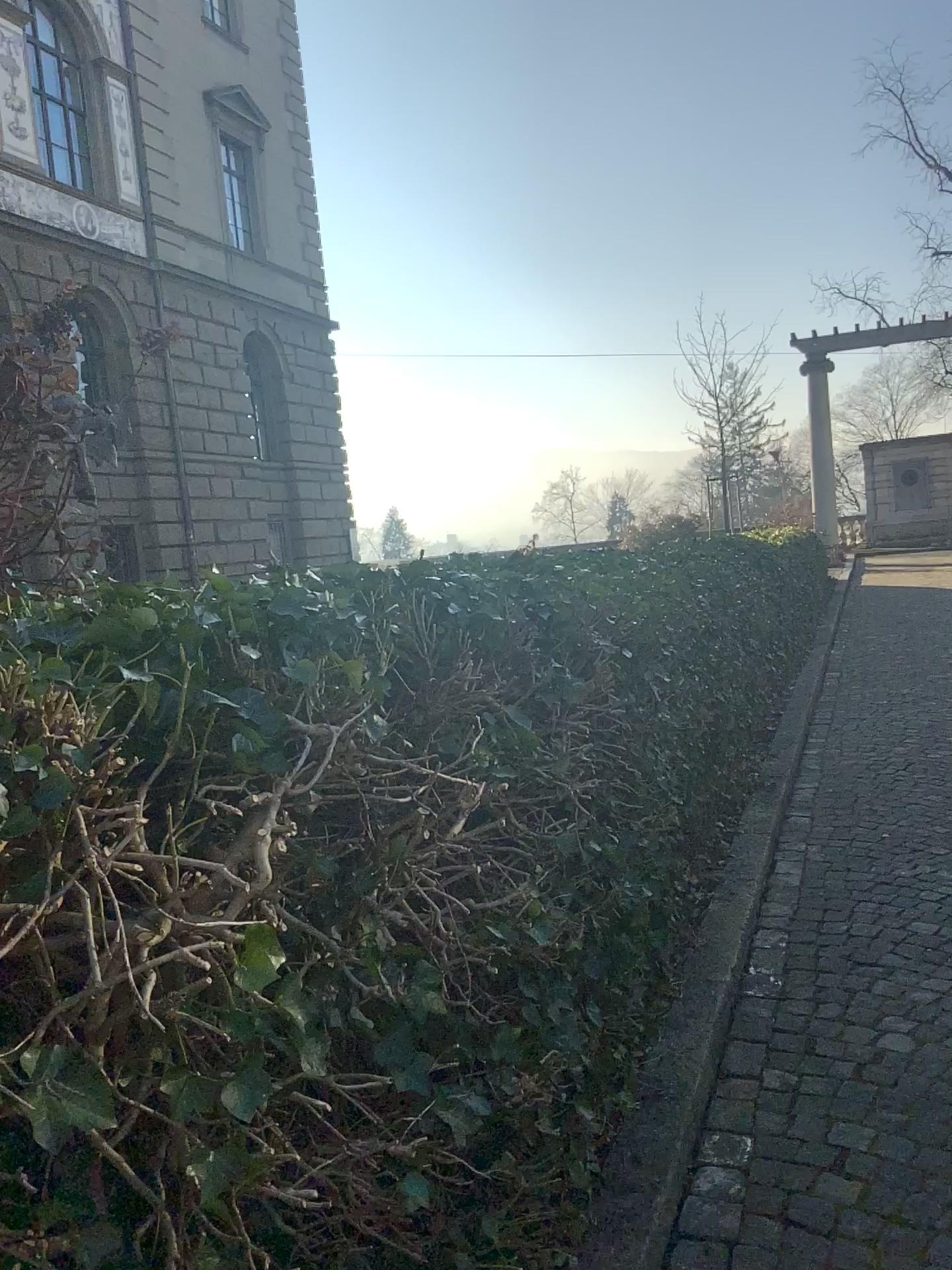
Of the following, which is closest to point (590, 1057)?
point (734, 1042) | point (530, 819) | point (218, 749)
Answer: point (530, 819)
